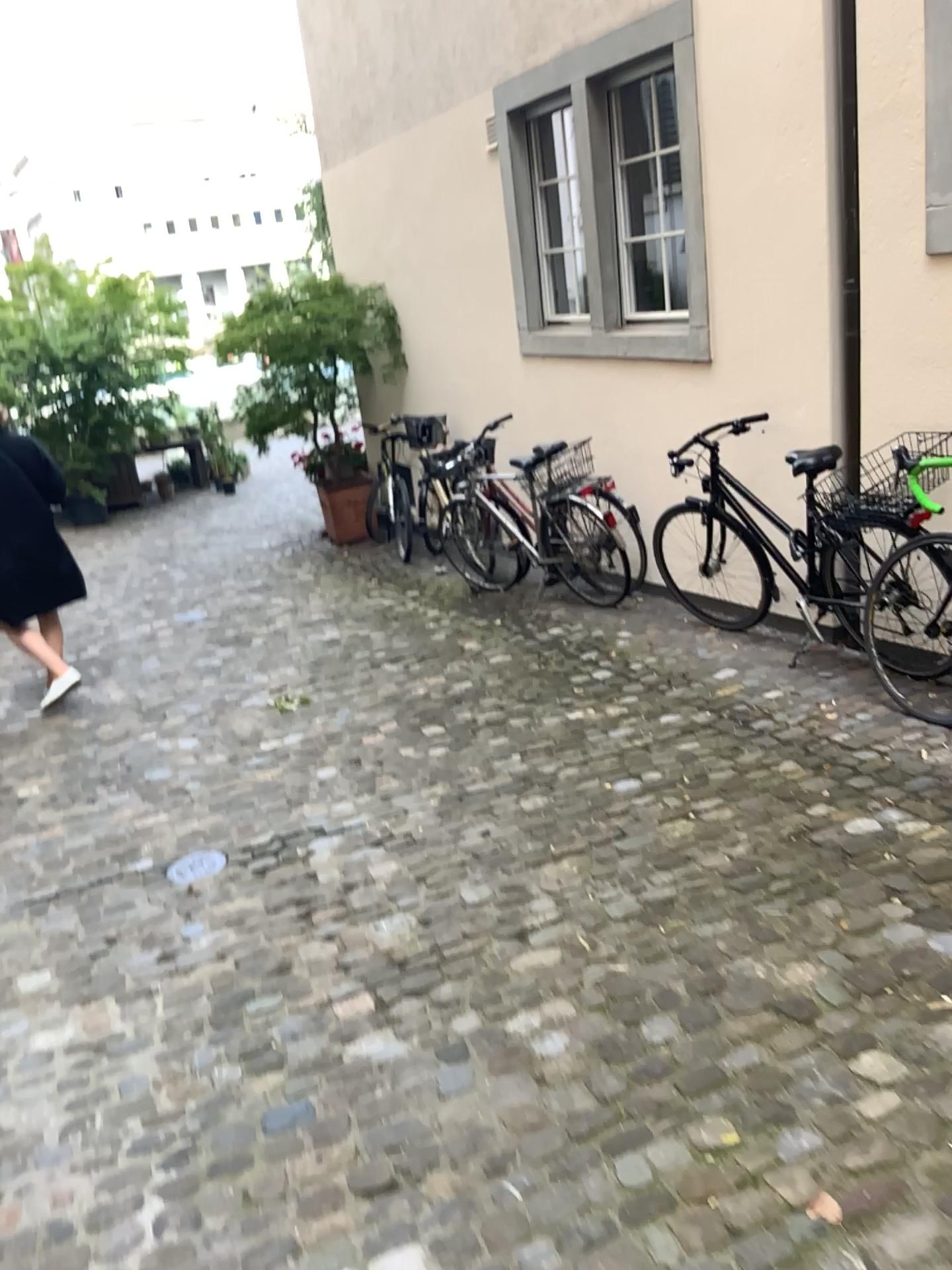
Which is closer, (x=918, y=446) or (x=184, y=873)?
(x=184, y=873)

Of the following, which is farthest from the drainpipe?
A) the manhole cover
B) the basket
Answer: the manhole cover

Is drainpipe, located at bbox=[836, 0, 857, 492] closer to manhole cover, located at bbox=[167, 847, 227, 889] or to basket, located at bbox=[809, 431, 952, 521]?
basket, located at bbox=[809, 431, 952, 521]

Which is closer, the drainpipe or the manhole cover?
the manhole cover

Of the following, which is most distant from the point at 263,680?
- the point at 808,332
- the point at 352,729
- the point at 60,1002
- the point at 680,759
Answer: the point at 808,332

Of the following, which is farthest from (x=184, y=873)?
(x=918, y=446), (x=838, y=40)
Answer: (x=838, y=40)

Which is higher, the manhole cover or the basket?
the basket

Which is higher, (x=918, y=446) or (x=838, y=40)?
(x=838, y=40)

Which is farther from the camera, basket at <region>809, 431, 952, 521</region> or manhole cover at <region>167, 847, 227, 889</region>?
basket at <region>809, 431, 952, 521</region>
